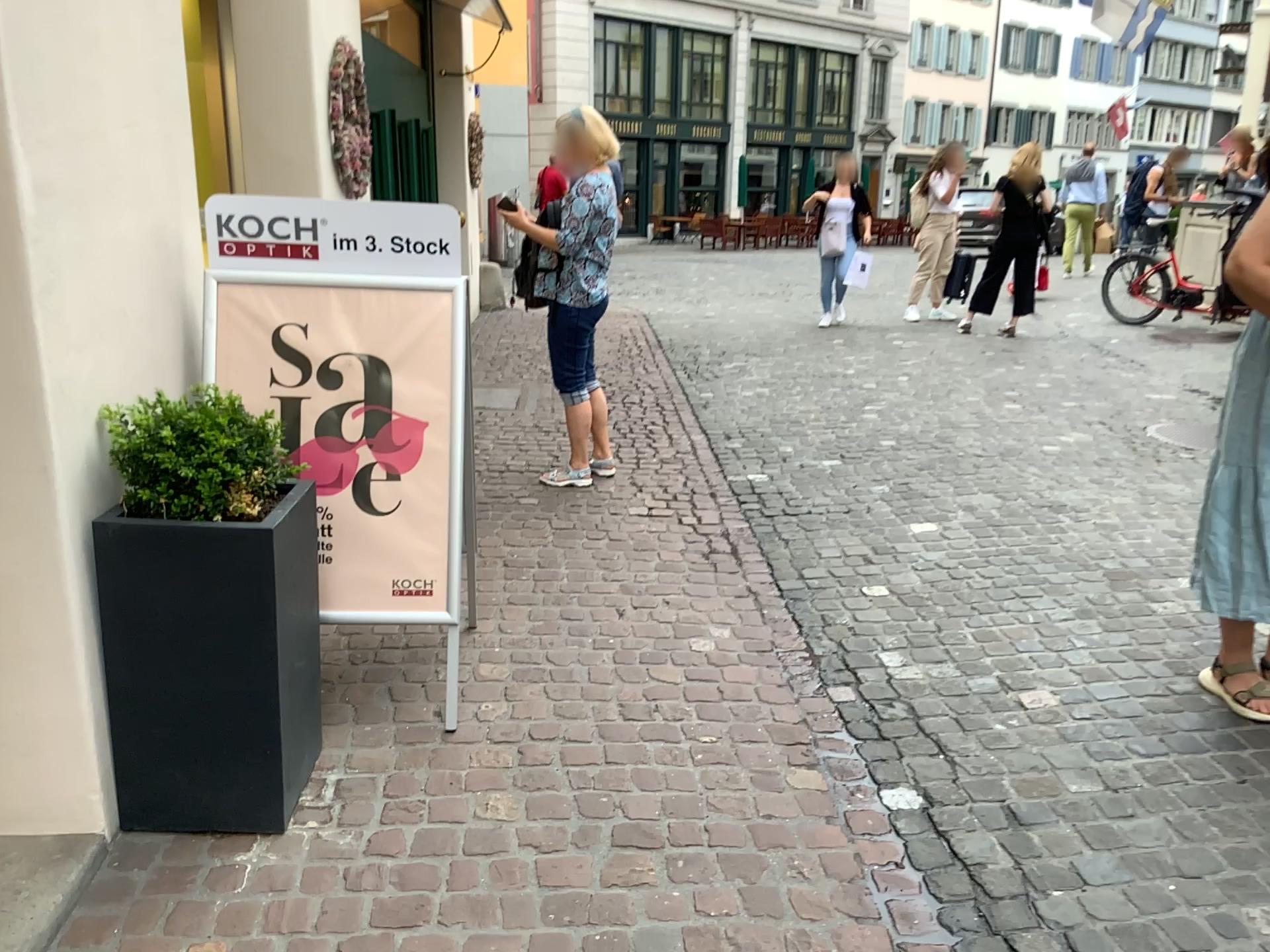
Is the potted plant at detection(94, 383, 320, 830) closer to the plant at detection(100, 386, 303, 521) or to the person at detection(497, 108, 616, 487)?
the plant at detection(100, 386, 303, 521)

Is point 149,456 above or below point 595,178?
below

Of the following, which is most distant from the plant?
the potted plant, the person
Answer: the person

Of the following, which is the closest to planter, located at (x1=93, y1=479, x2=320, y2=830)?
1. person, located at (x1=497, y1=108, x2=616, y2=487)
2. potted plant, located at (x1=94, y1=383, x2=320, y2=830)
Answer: potted plant, located at (x1=94, y1=383, x2=320, y2=830)

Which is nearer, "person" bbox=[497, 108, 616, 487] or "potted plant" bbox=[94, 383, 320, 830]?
"potted plant" bbox=[94, 383, 320, 830]

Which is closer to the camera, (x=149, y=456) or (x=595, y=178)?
(x=149, y=456)

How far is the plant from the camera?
2.1m

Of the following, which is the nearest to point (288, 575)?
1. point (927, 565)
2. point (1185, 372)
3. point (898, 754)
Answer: point (898, 754)

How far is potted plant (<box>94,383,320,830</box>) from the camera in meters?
2.1

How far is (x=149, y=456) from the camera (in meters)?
2.13
